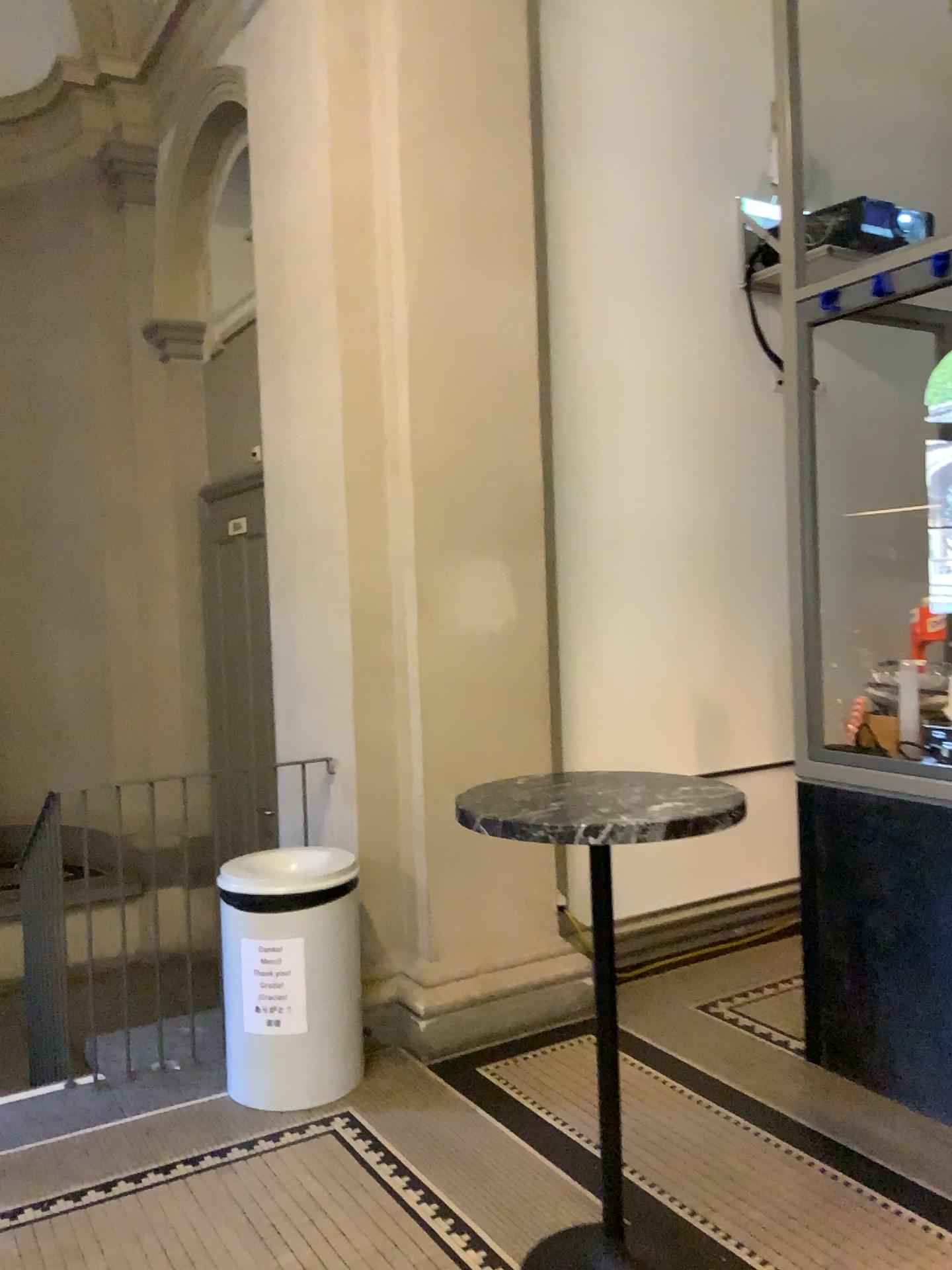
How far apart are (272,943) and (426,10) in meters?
3.2 m

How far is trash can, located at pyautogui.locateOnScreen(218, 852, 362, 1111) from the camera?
3.3 meters

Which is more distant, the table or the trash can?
the trash can

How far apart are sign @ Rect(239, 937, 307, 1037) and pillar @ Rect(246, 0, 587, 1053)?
0.4 meters

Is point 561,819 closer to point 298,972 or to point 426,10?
point 298,972

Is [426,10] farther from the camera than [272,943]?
Yes

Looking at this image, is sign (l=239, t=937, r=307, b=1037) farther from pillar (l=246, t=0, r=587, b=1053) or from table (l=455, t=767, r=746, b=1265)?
table (l=455, t=767, r=746, b=1265)

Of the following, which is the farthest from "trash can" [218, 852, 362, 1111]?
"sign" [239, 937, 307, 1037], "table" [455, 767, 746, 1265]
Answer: "table" [455, 767, 746, 1265]

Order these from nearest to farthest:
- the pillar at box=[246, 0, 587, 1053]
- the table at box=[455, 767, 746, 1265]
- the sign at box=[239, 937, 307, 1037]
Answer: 1. the table at box=[455, 767, 746, 1265]
2. the sign at box=[239, 937, 307, 1037]
3. the pillar at box=[246, 0, 587, 1053]

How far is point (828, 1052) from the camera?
3.42m
